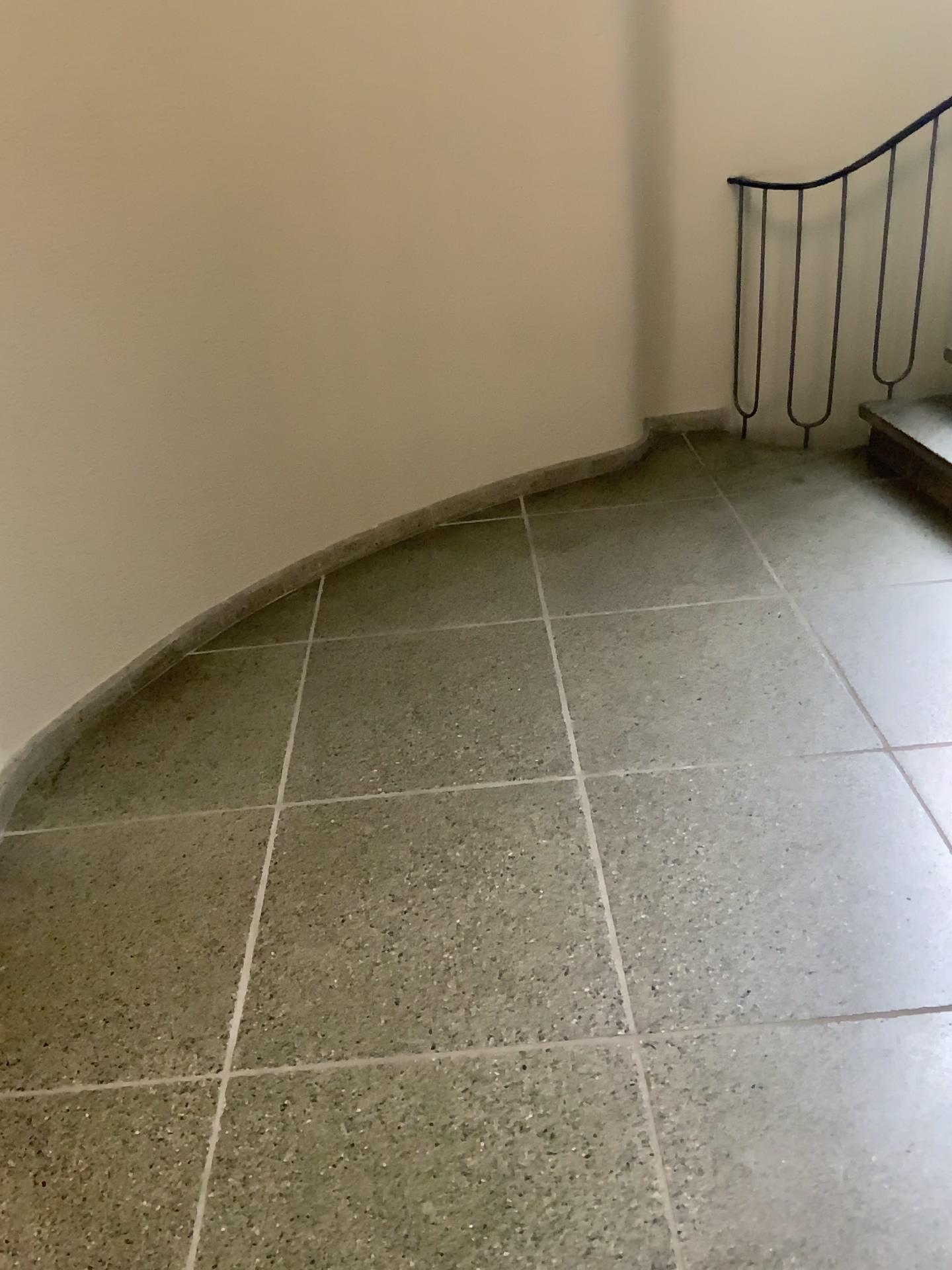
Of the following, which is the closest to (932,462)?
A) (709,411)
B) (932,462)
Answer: (932,462)

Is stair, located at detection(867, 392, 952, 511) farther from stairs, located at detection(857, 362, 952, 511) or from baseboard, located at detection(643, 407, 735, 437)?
baseboard, located at detection(643, 407, 735, 437)

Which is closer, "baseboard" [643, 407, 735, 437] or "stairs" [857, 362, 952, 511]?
"stairs" [857, 362, 952, 511]

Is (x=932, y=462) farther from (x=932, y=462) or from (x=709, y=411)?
(x=709, y=411)

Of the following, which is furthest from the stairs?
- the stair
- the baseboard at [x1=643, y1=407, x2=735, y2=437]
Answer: the baseboard at [x1=643, y1=407, x2=735, y2=437]

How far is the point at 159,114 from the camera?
2.55m

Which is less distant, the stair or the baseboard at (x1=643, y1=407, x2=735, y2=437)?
the stair

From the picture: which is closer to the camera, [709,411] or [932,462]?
[932,462]
